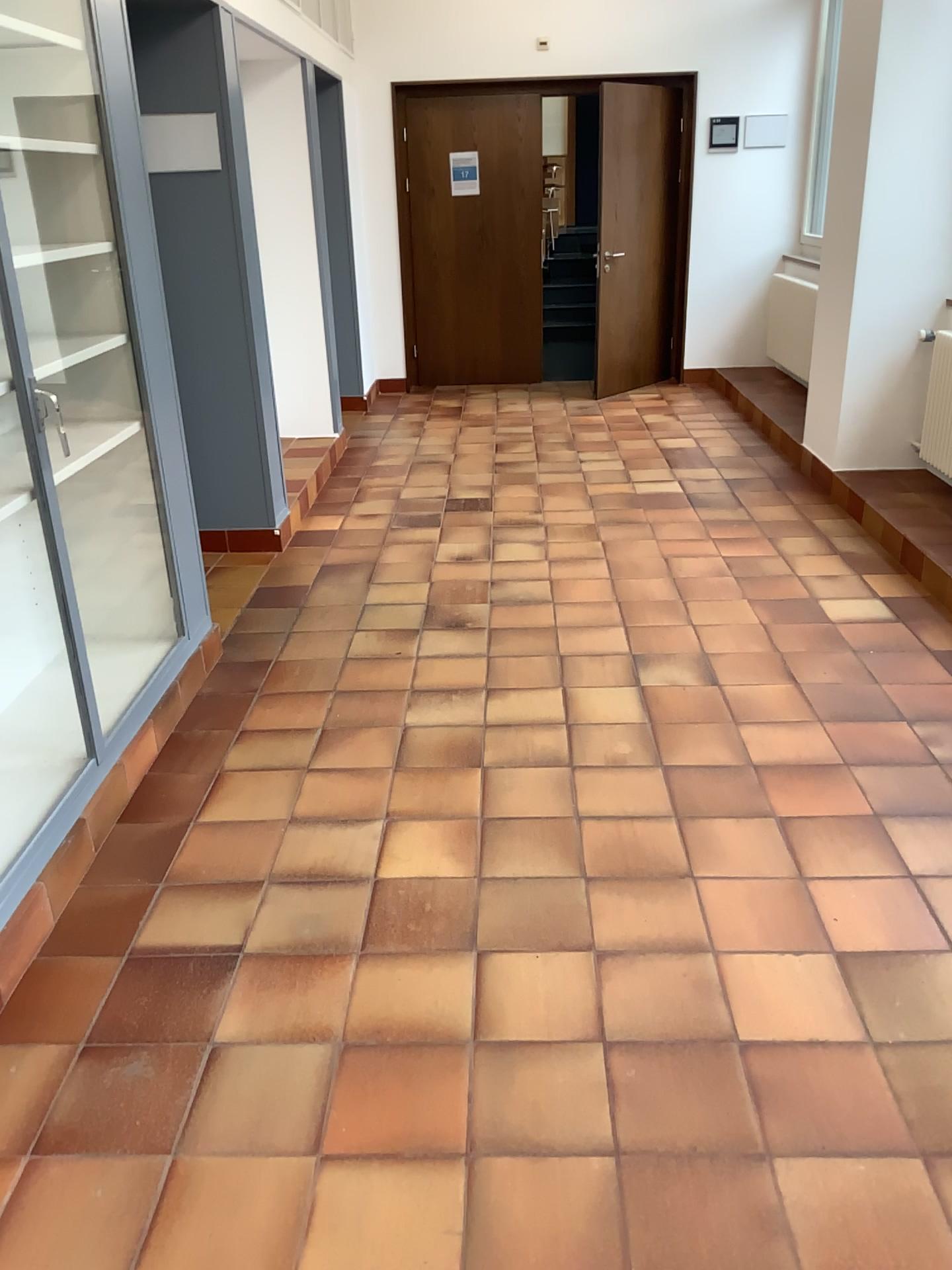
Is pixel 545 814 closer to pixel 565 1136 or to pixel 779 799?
pixel 779 799
